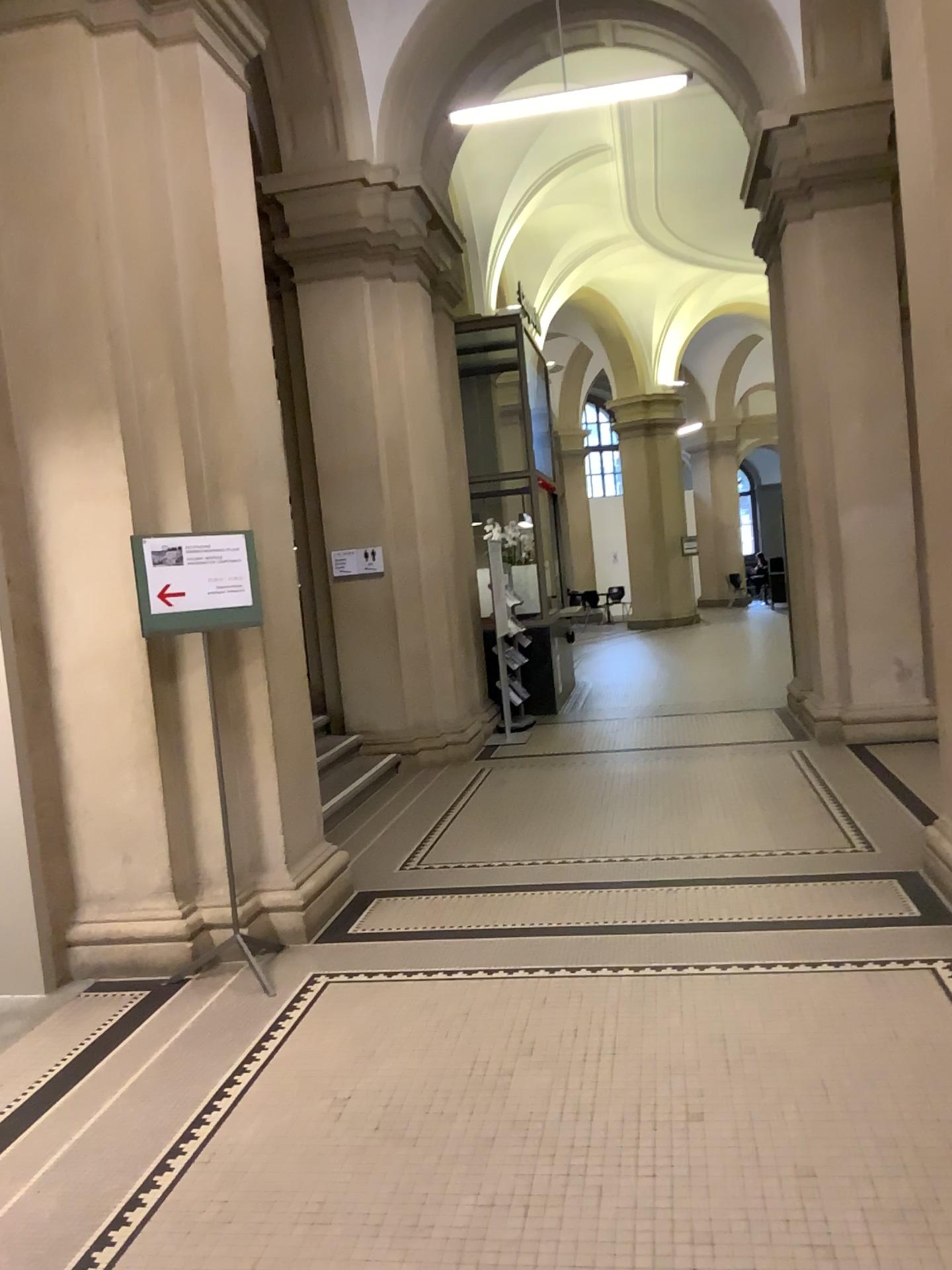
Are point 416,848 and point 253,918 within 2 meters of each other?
yes

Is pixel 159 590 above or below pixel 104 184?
below

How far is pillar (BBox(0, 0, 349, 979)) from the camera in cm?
435

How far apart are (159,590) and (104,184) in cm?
170

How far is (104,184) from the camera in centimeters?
435cm

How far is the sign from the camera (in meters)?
4.27
